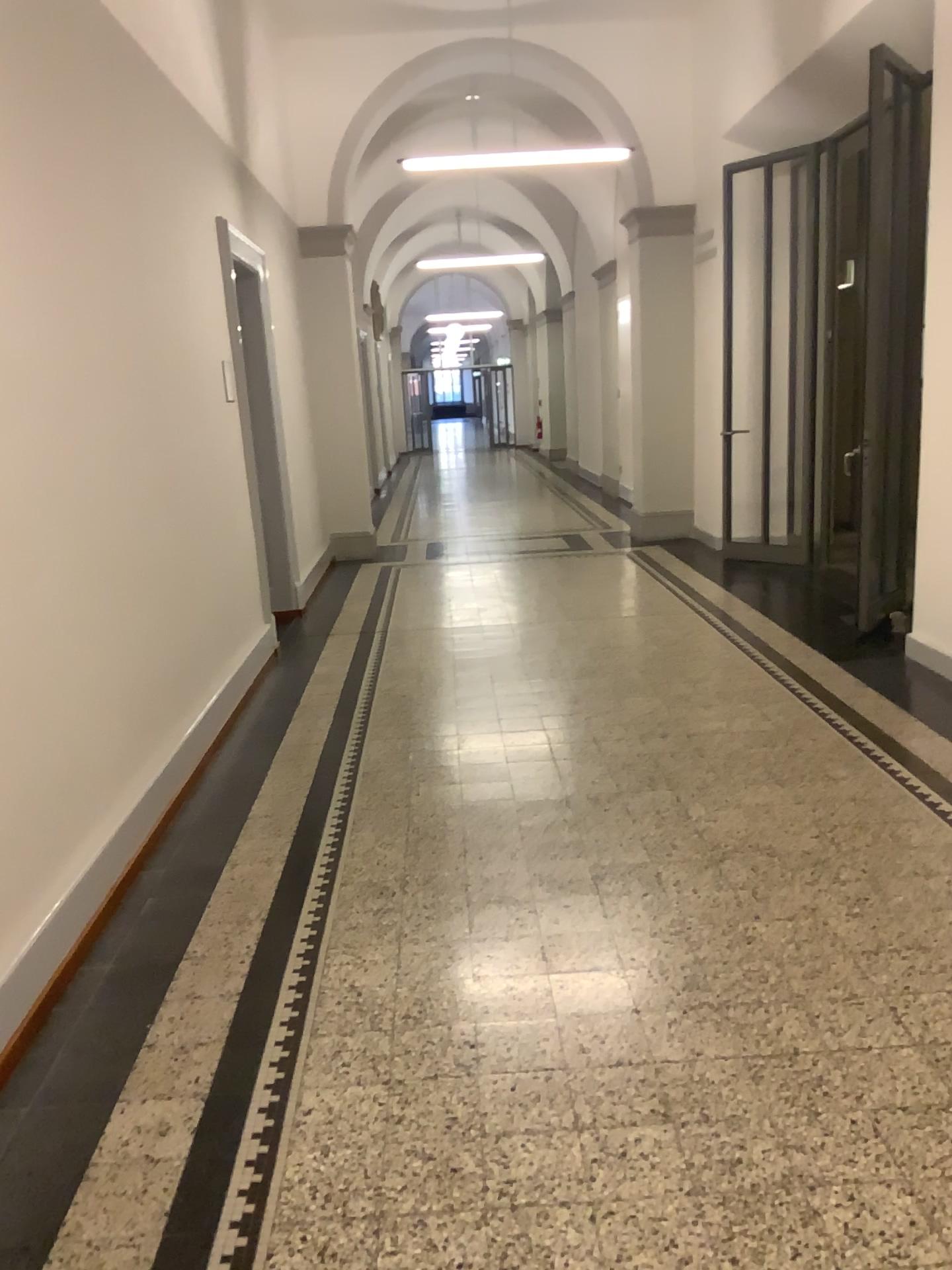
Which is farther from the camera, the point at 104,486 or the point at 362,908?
the point at 104,486
